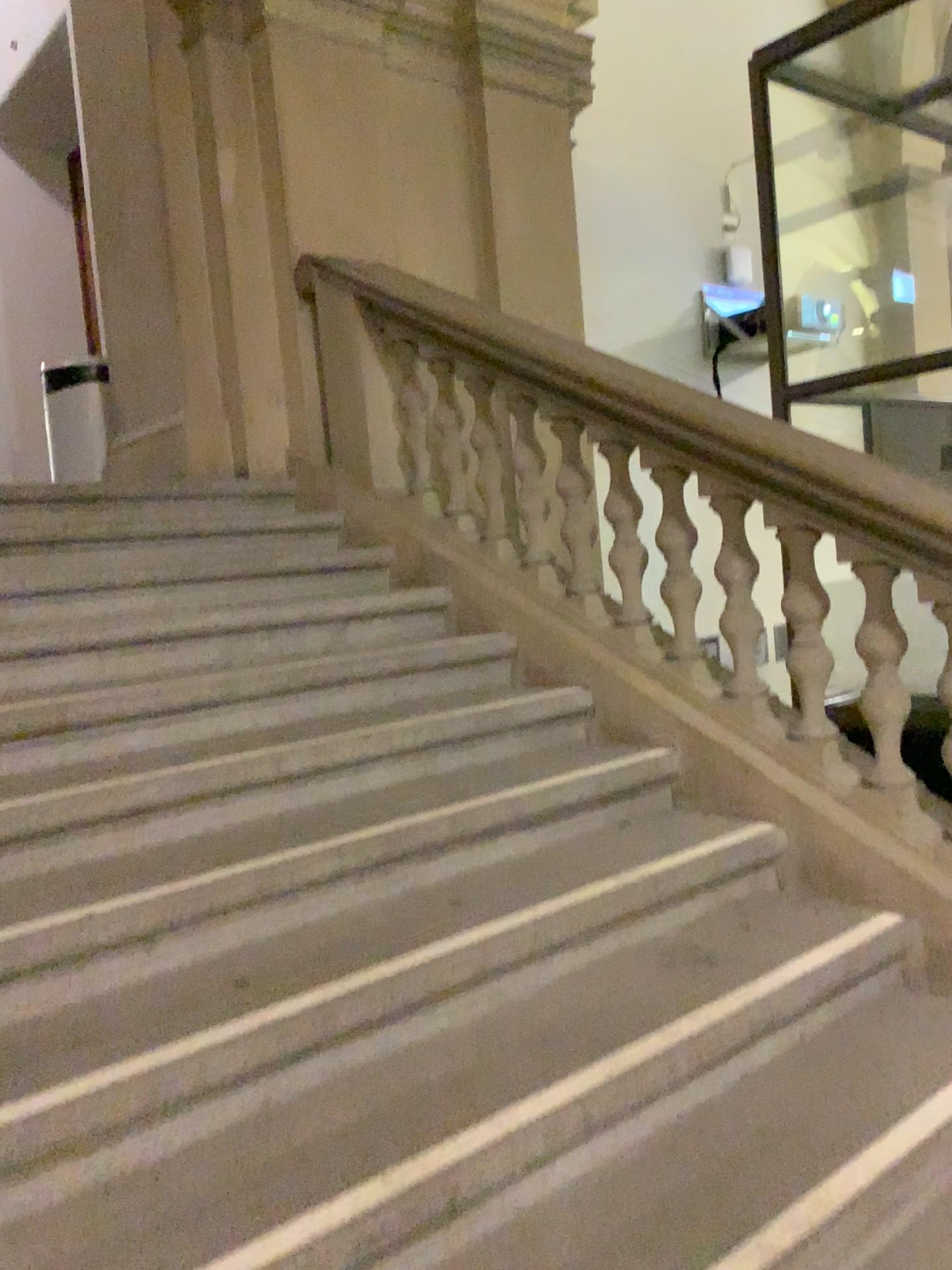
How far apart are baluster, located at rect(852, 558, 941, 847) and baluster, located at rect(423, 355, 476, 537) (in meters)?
1.51

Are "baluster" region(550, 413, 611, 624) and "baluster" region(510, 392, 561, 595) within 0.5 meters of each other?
yes

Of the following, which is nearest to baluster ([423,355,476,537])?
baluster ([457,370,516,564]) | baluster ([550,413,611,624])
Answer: baluster ([457,370,516,564])

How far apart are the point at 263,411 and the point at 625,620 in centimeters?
190cm

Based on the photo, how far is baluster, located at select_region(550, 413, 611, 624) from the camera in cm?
321

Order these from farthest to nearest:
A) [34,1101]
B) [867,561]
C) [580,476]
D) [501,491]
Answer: [501,491]
[580,476]
[867,561]
[34,1101]

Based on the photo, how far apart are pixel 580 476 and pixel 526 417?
0.3 meters

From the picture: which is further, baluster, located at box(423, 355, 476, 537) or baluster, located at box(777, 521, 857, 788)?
baluster, located at box(423, 355, 476, 537)

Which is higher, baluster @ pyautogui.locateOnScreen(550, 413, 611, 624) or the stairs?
baluster @ pyautogui.locateOnScreen(550, 413, 611, 624)

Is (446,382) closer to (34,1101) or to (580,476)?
(580,476)
